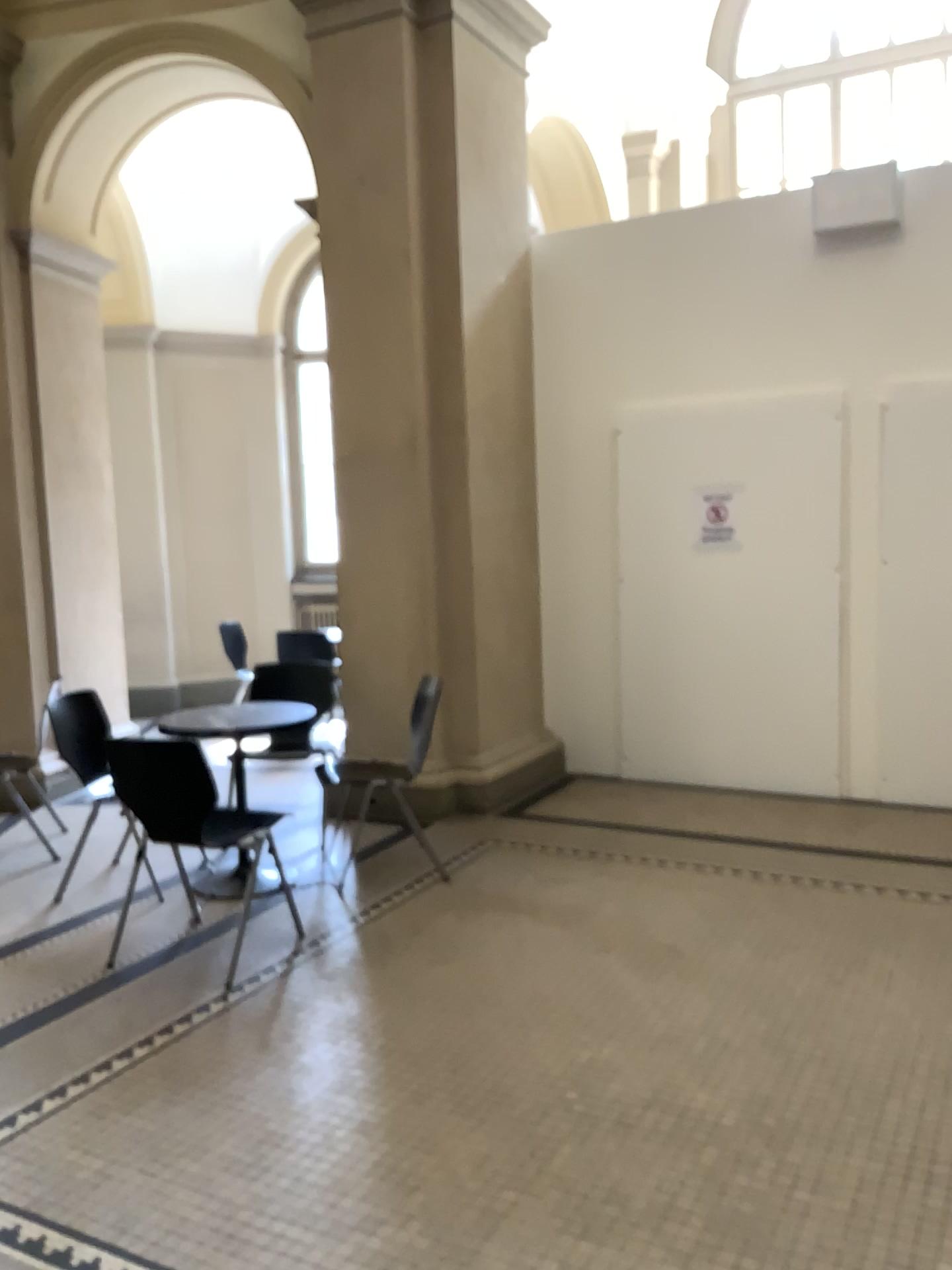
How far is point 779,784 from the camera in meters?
5.5 m
